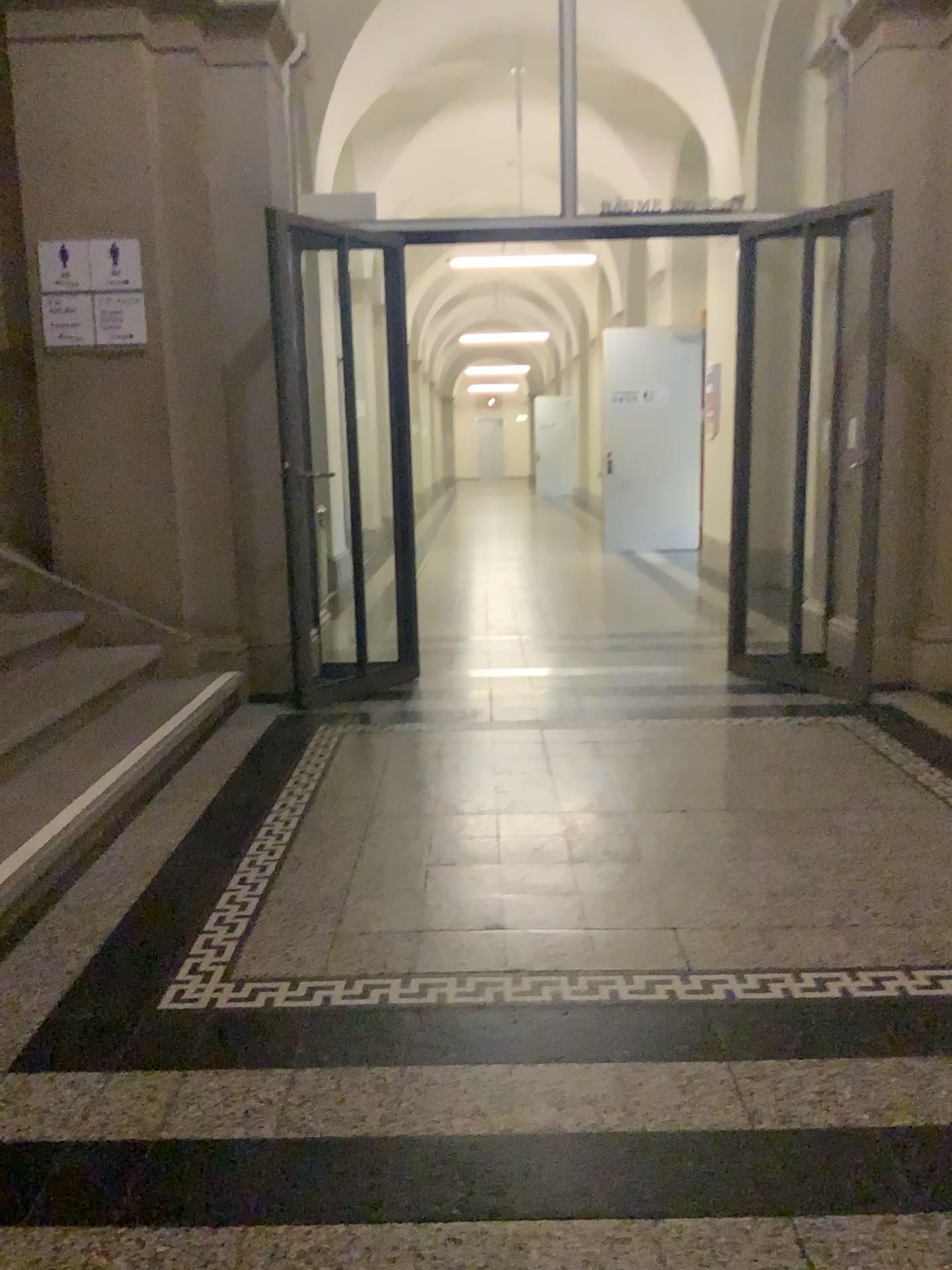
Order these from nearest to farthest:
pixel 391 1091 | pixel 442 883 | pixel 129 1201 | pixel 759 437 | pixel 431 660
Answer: pixel 129 1201, pixel 391 1091, pixel 442 883, pixel 759 437, pixel 431 660

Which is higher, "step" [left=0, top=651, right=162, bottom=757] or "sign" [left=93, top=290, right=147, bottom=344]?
"sign" [left=93, top=290, right=147, bottom=344]

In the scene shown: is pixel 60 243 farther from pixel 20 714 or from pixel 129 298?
pixel 20 714

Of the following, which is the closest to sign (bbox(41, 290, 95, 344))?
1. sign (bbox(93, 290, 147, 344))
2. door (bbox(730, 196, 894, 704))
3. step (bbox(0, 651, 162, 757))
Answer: sign (bbox(93, 290, 147, 344))

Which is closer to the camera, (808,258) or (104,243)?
(104,243)

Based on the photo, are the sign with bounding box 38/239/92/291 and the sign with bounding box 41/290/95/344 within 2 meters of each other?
yes

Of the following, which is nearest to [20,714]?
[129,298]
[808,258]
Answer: [129,298]

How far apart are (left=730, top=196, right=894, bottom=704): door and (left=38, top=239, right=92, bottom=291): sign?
3.0m

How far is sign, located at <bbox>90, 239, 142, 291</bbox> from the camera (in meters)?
4.40

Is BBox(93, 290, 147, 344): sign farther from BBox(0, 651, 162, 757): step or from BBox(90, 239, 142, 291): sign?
BBox(0, 651, 162, 757): step
